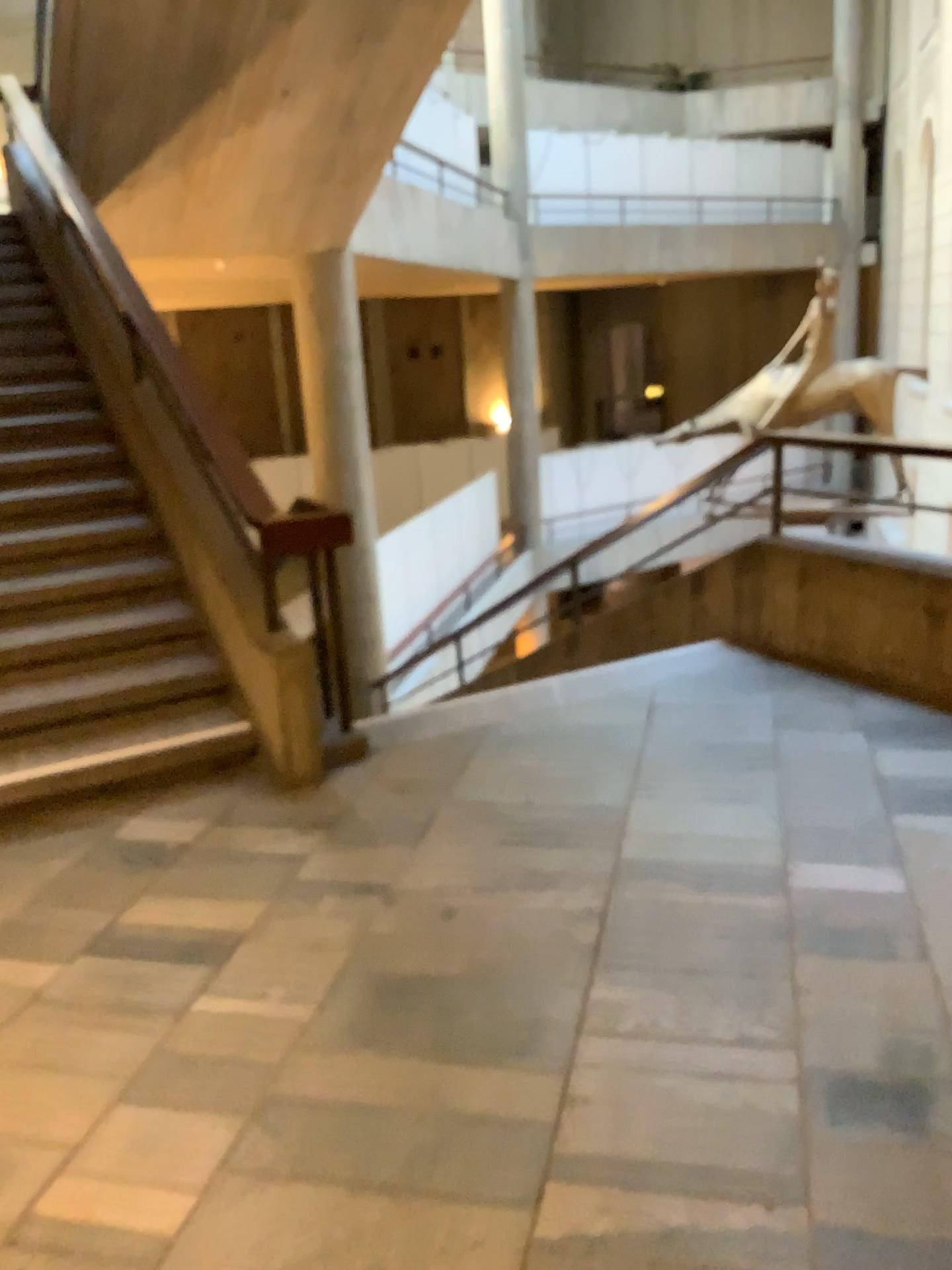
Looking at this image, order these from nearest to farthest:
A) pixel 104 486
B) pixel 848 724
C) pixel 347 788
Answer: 1. pixel 347 788
2. pixel 848 724
3. pixel 104 486
